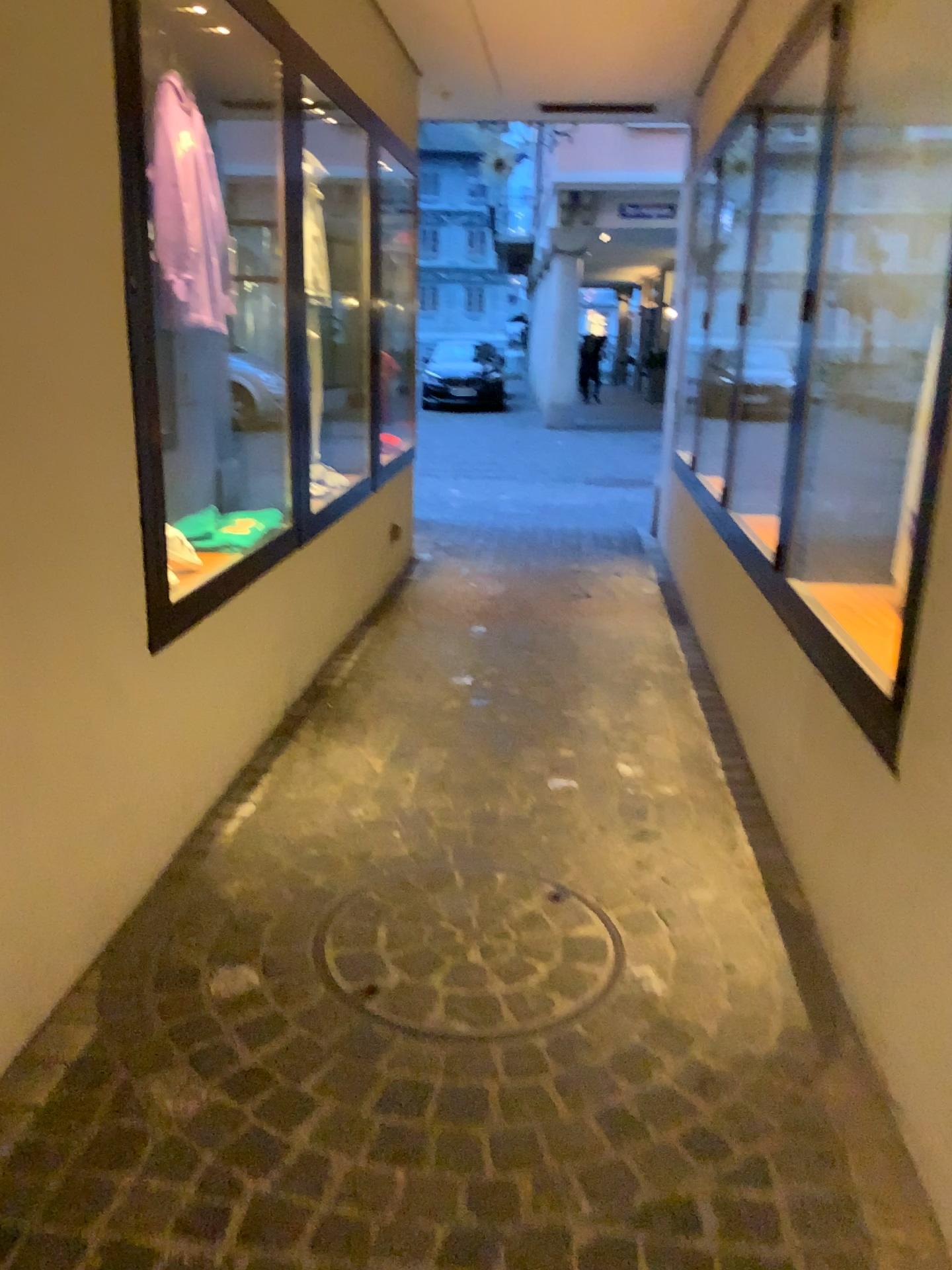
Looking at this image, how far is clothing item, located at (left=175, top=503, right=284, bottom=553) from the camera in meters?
3.1 m

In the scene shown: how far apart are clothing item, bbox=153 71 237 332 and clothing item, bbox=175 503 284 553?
0.60m

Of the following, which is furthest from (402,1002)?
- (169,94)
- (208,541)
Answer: (169,94)

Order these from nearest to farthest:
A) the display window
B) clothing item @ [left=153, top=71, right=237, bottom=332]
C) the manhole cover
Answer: the manhole cover, the display window, clothing item @ [left=153, top=71, right=237, bottom=332]

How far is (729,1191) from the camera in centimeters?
159cm

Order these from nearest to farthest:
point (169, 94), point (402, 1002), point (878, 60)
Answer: point (402, 1002), point (878, 60), point (169, 94)

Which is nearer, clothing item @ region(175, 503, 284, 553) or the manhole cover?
the manhole cover

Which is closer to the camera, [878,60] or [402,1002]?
[402,1002]

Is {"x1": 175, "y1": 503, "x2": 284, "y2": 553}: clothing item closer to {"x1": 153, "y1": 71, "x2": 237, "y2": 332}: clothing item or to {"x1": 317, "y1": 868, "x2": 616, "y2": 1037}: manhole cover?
{"x1": 153, "y1": 71, "x2": 237, "y2": 332}: clothing item

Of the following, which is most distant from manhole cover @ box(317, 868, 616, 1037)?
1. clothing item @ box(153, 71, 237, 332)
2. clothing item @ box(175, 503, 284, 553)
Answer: clothing item @ box(153, 71, 237, 332)
